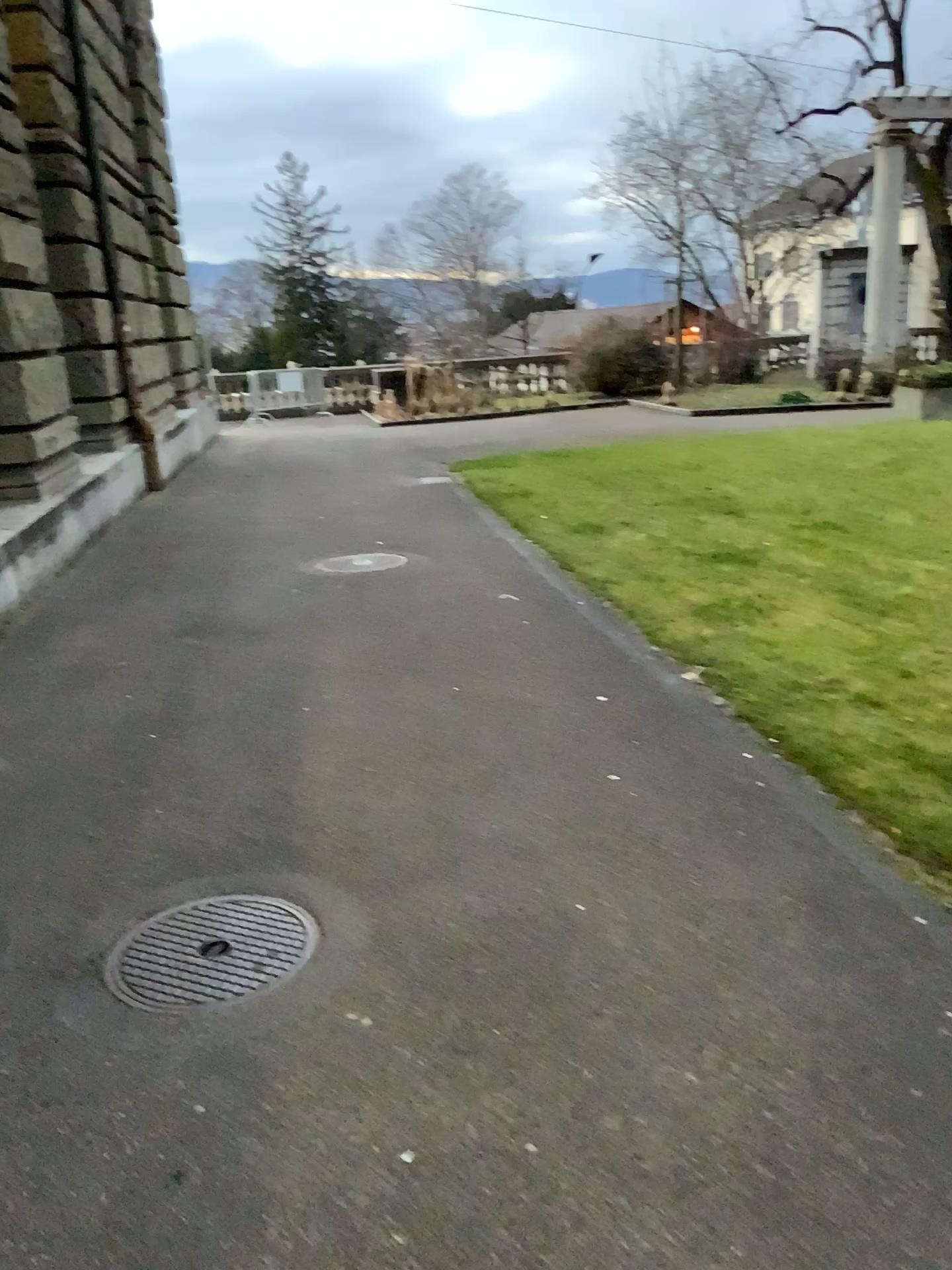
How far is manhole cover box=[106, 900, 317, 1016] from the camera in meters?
2.6

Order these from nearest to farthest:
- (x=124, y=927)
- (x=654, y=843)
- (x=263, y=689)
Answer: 1. (x=124, y=927)
2. (x=654, y=843)
3. (x=263, y=689)

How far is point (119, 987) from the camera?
2.59m
